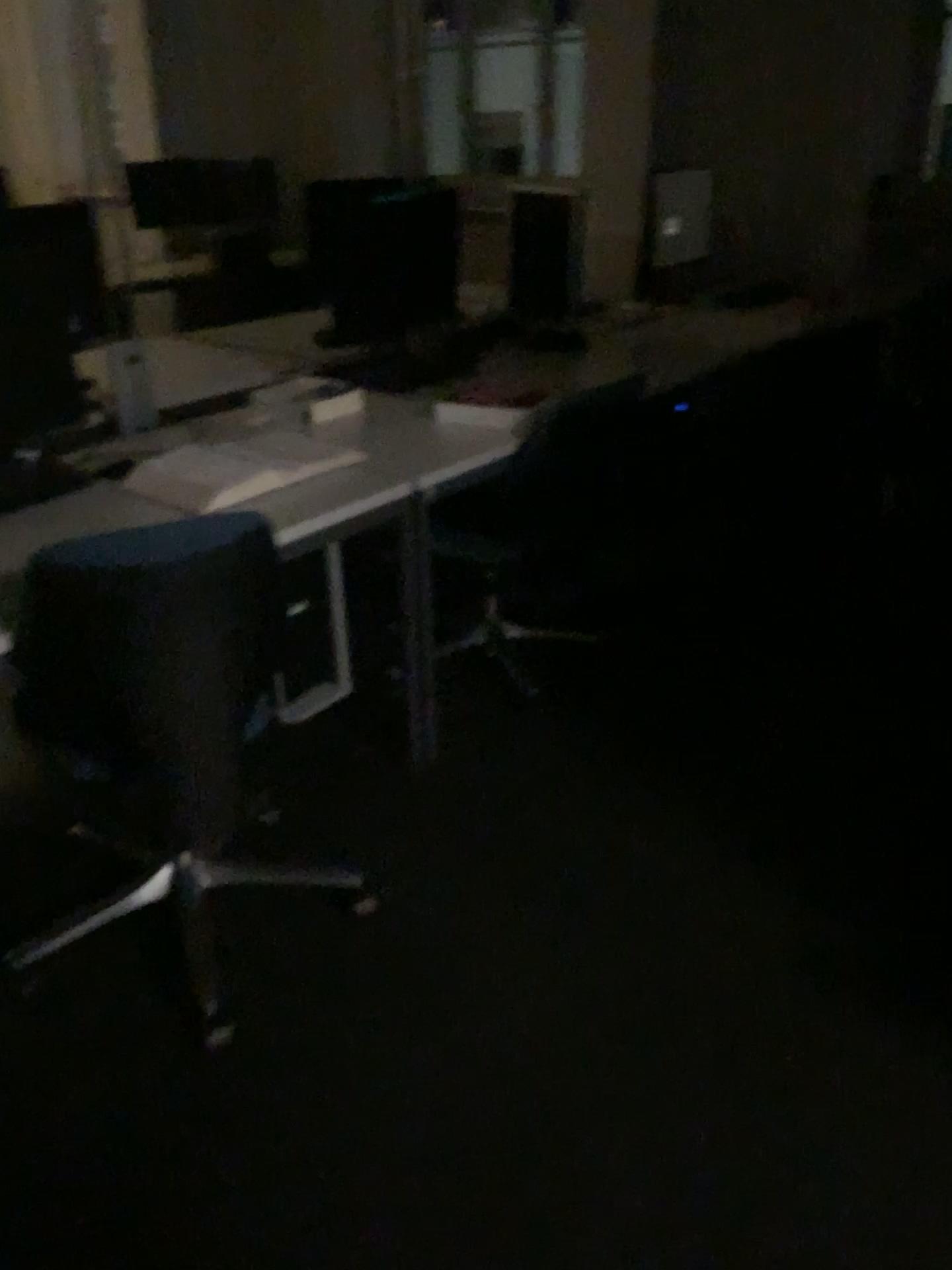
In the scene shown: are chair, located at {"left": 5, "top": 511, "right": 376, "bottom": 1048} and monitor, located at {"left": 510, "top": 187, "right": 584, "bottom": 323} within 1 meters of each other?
no

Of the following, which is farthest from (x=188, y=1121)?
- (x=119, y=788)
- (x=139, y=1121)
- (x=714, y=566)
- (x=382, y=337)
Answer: (x=714, y=566)

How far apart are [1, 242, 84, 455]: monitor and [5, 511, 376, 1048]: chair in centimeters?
60cm

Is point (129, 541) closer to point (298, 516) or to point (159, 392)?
point (298, 516)

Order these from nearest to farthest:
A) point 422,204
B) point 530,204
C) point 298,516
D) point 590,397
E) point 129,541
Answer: point 129,541, point 298,516, point 590,397, point 422,204, point 530,204

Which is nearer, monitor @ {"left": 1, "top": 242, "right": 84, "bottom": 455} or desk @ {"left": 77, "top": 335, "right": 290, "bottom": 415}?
monitor @ {"left": 1, "top": 242, "right": 84, "bottom": 455}

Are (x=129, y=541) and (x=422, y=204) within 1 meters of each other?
no

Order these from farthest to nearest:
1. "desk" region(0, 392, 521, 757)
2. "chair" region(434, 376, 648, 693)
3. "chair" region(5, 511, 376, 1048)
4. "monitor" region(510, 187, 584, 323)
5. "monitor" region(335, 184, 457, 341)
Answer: "monitor" region(510, 187, 584, 323) < "monitor" region(335, 184, 457, 341) < "chair" region(434, 376, 648, 693) < "desk" region(0, 392, 521, 757) < "chair" region(5, 511, 376, 1048)

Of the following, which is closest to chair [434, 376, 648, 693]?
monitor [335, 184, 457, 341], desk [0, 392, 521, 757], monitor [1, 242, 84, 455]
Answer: desk [0, 392, 521, 757]

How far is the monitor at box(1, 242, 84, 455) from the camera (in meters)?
2.14
